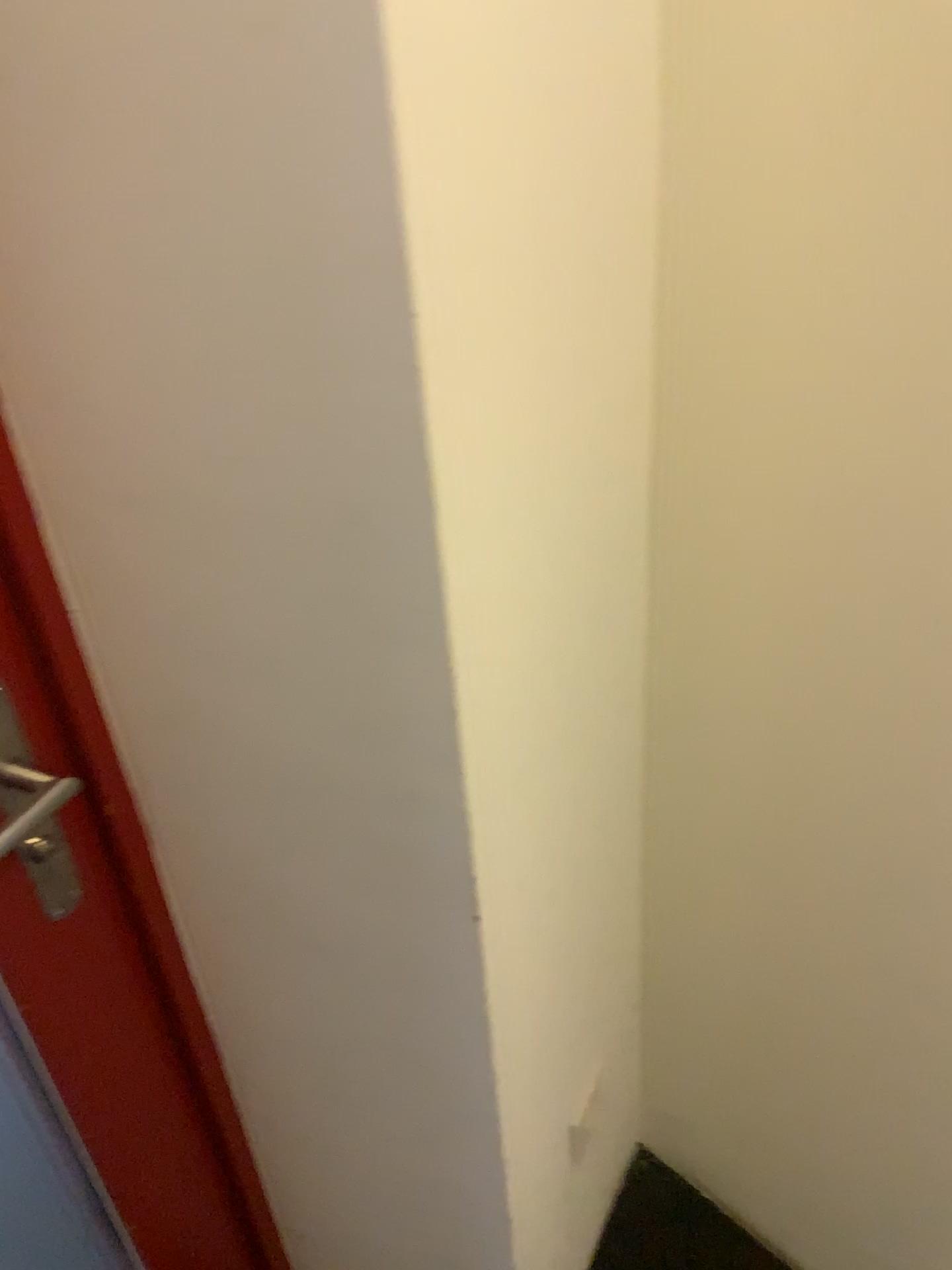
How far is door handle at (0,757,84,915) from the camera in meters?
0.8 m

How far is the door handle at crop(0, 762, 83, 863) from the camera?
0.8m

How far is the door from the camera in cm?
78

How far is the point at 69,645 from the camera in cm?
78

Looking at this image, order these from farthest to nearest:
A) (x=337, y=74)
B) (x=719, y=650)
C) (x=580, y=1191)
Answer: (x=580, y=1191), (x=719, y=650), (x=337, y=74)

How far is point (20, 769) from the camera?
0.78m

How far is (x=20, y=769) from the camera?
0.78m
